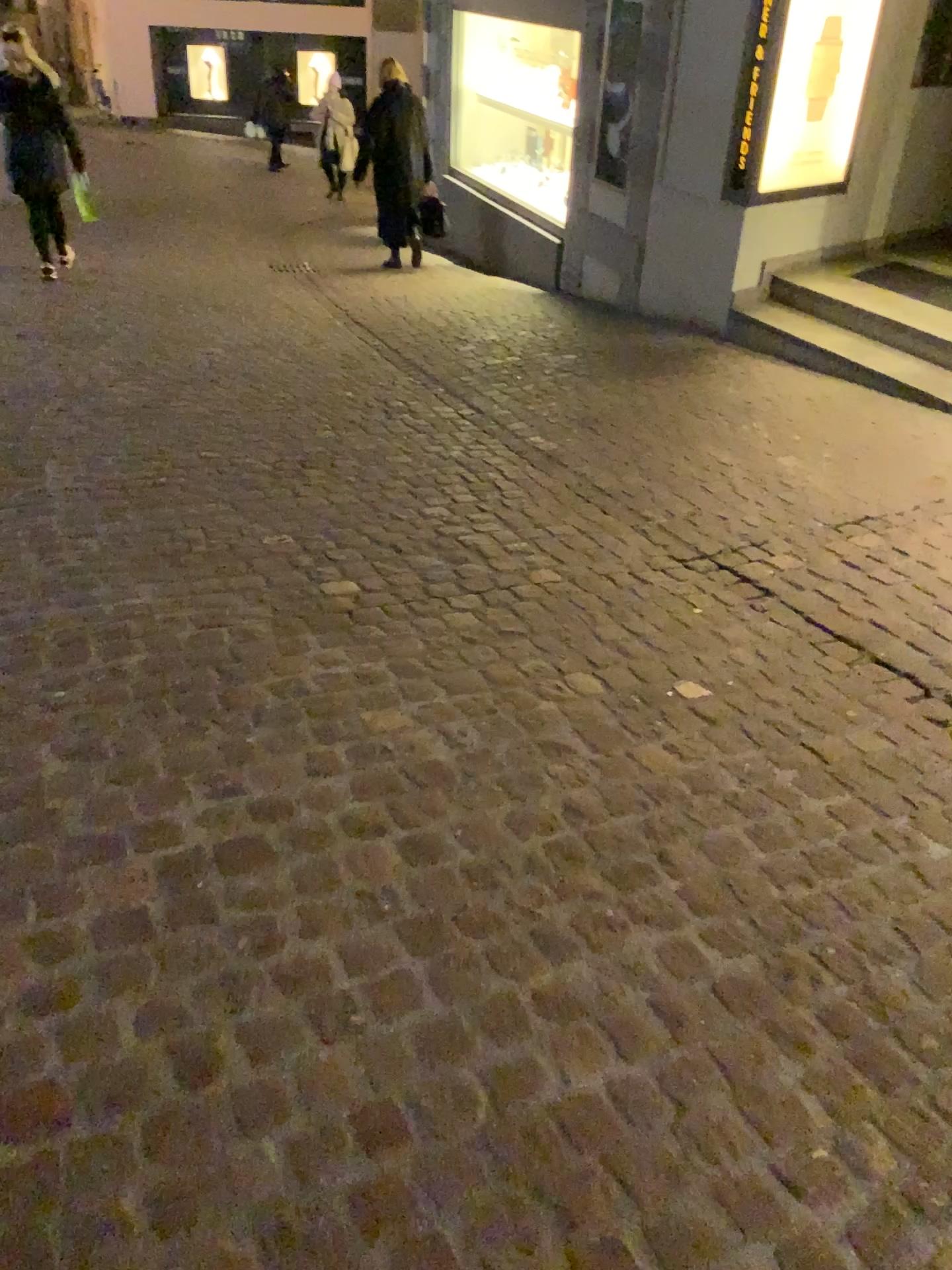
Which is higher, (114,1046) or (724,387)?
(114,1046)
